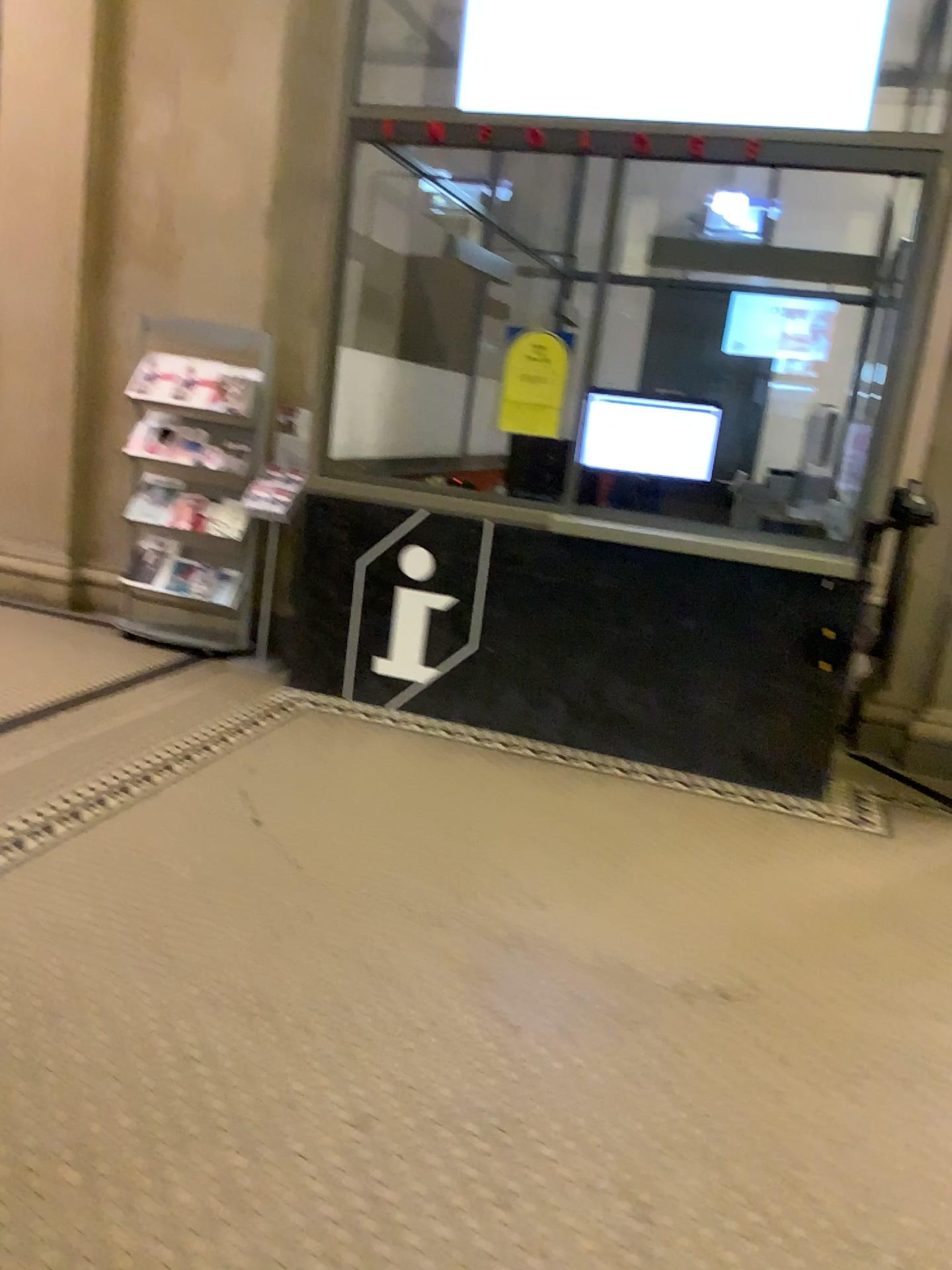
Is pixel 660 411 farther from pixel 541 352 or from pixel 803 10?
pixel 803 10

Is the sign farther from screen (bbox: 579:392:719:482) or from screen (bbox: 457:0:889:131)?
screen (bbox: 457:0:889:131)

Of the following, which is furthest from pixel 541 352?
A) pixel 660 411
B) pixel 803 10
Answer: pixel 803 10

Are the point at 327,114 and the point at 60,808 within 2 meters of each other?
no

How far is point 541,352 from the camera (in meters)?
4.34

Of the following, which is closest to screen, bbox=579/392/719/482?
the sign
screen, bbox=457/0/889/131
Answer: the sign

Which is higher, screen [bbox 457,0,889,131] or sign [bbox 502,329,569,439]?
screen [bbox 457,0,889,131]

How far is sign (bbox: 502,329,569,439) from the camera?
4.34m

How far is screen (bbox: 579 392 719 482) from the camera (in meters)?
4.44
